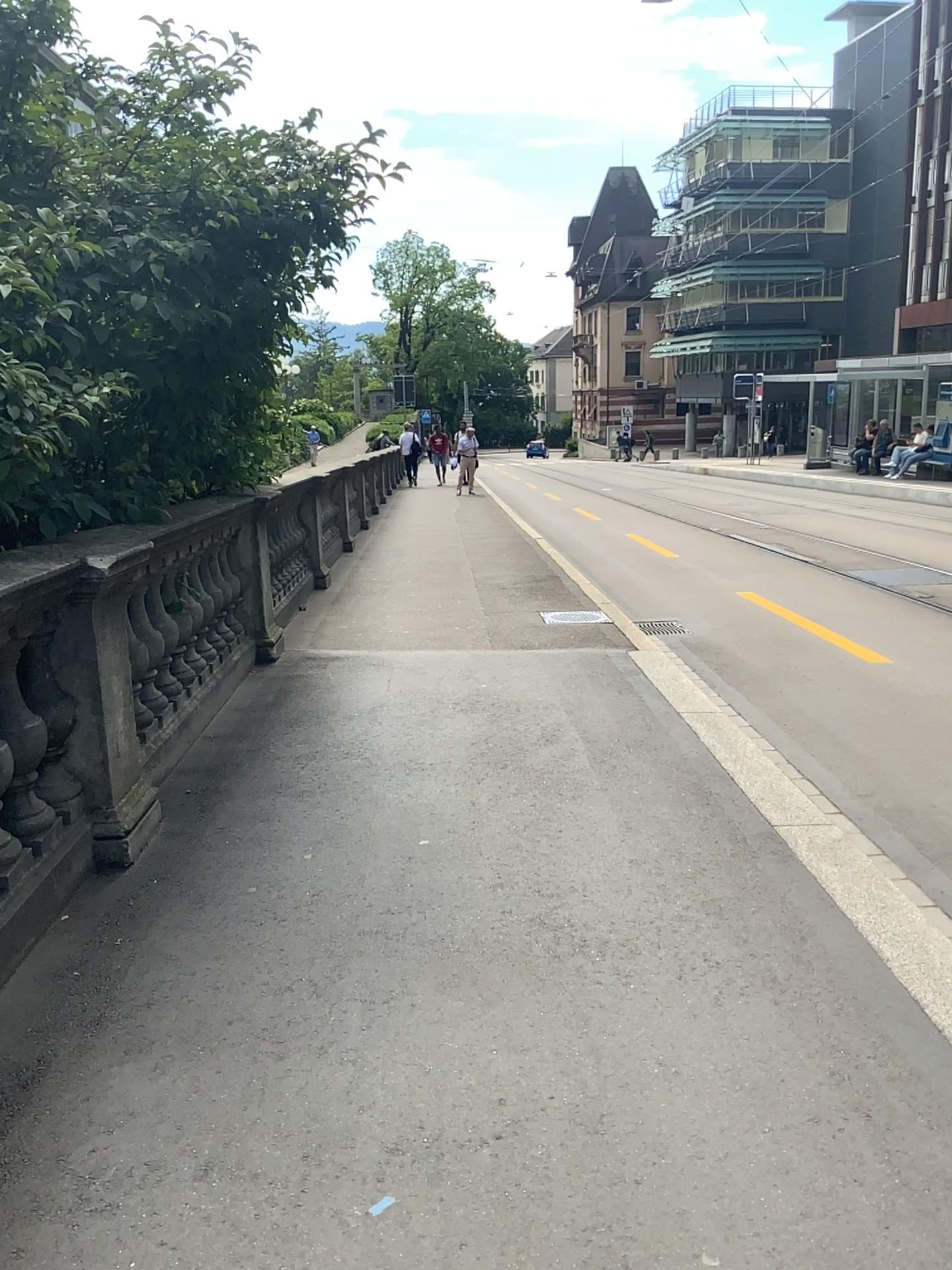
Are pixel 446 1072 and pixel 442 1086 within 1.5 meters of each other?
yes
